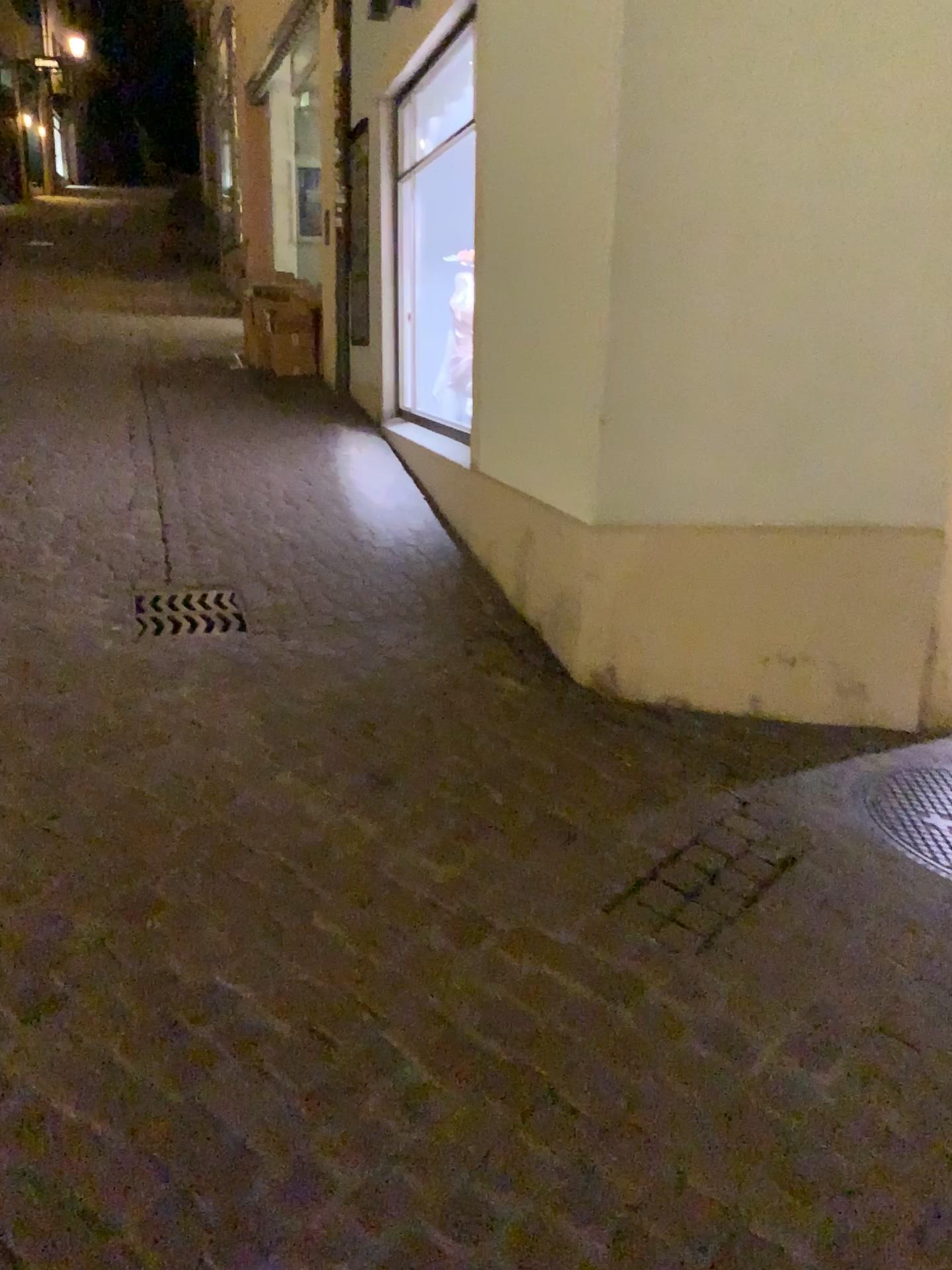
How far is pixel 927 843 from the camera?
2.6 meters

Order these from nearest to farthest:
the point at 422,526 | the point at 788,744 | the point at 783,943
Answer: the point at 783,943, the point at 788,744, the point at 422,526

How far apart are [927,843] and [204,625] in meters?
2.3 m

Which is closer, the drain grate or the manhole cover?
the manhole cover

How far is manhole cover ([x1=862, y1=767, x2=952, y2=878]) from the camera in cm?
257

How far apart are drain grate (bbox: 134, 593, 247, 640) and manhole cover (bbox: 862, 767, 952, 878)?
2.0 meters

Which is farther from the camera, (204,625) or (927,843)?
(204,625)

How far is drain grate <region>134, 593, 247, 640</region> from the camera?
3.5m
